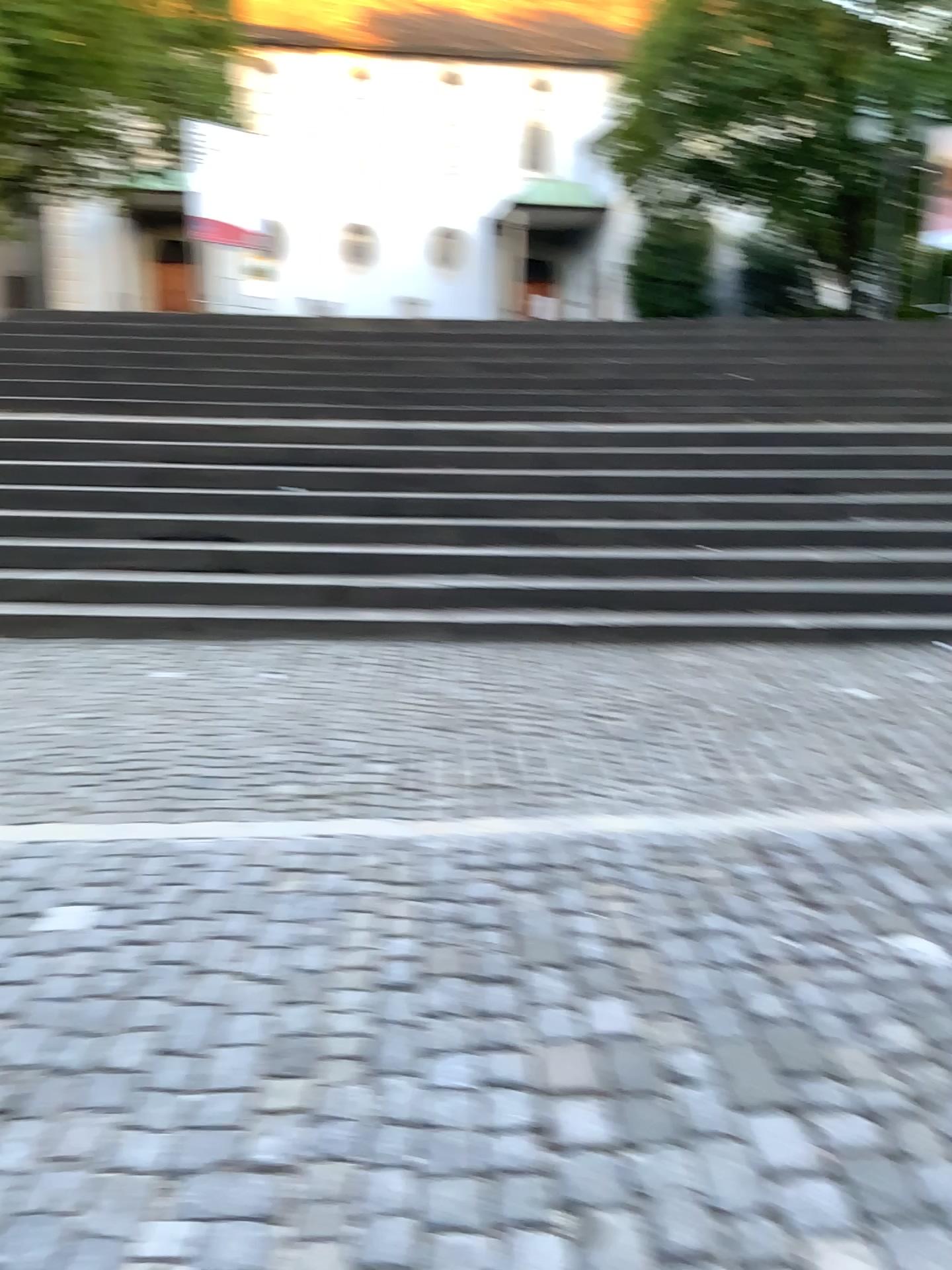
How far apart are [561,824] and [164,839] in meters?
1.3
